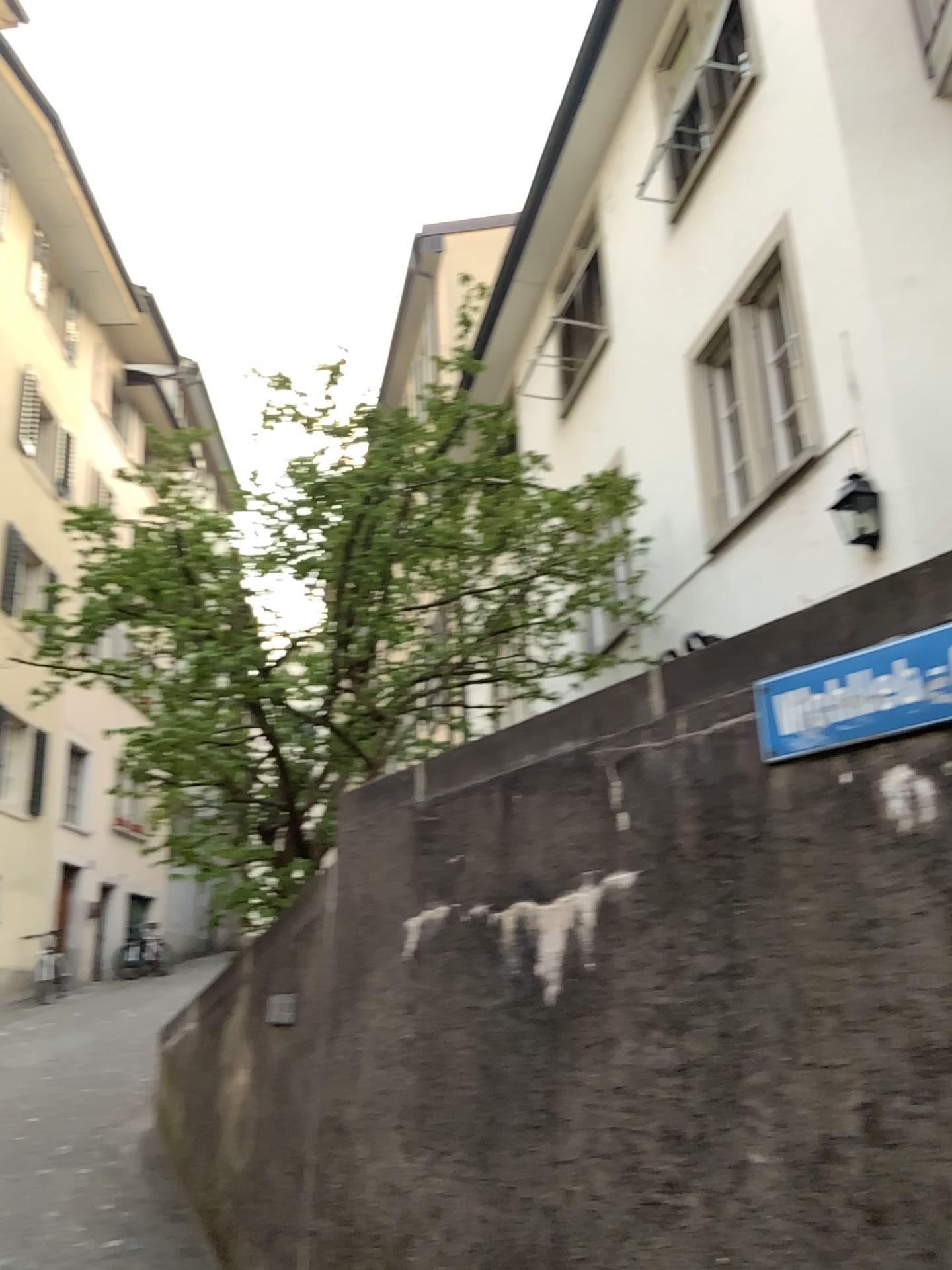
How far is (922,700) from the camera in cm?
225

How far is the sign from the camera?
2.2m

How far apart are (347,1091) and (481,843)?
1.1m
